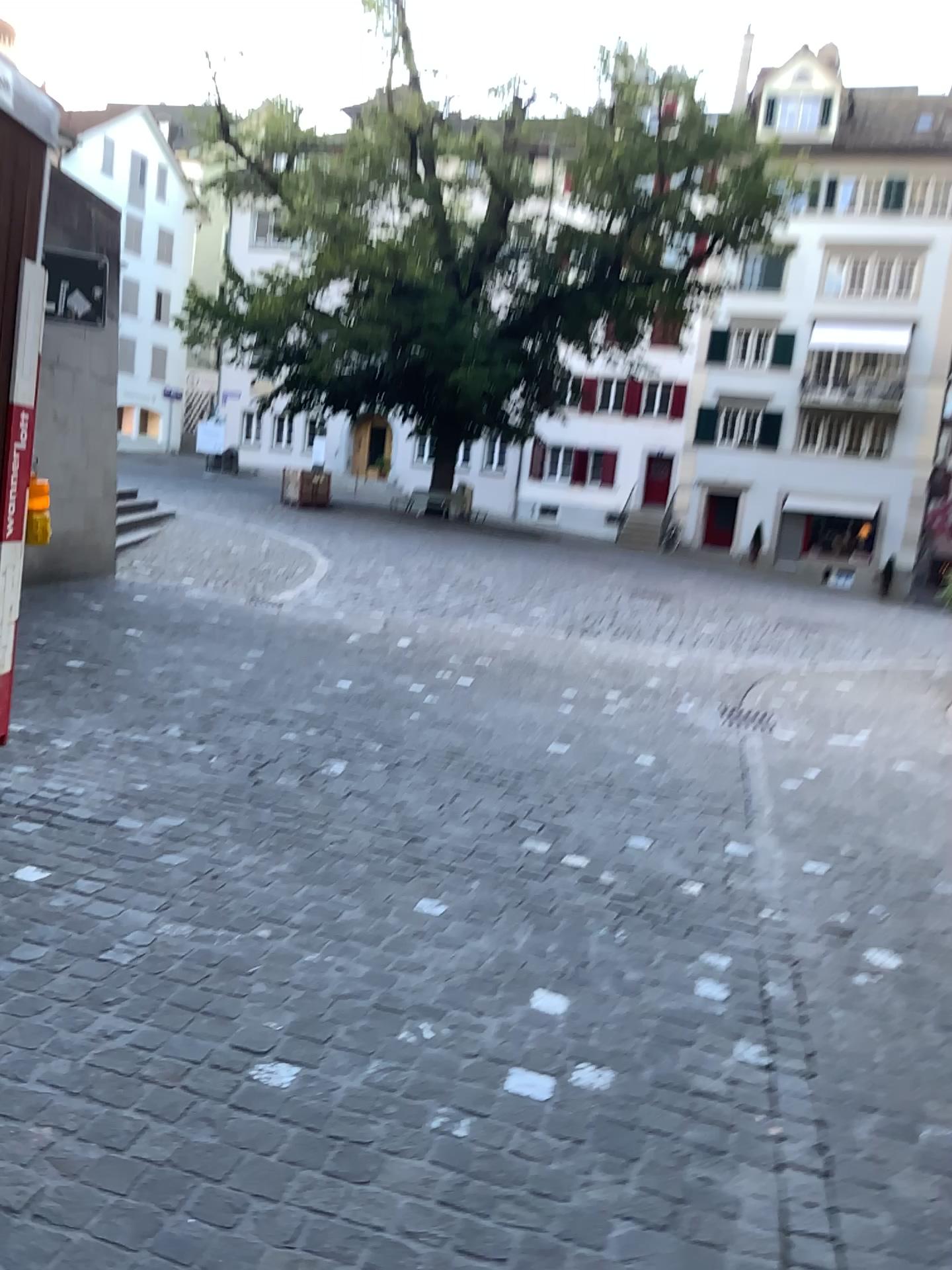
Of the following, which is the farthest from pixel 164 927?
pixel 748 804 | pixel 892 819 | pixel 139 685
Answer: pixel 892 819
